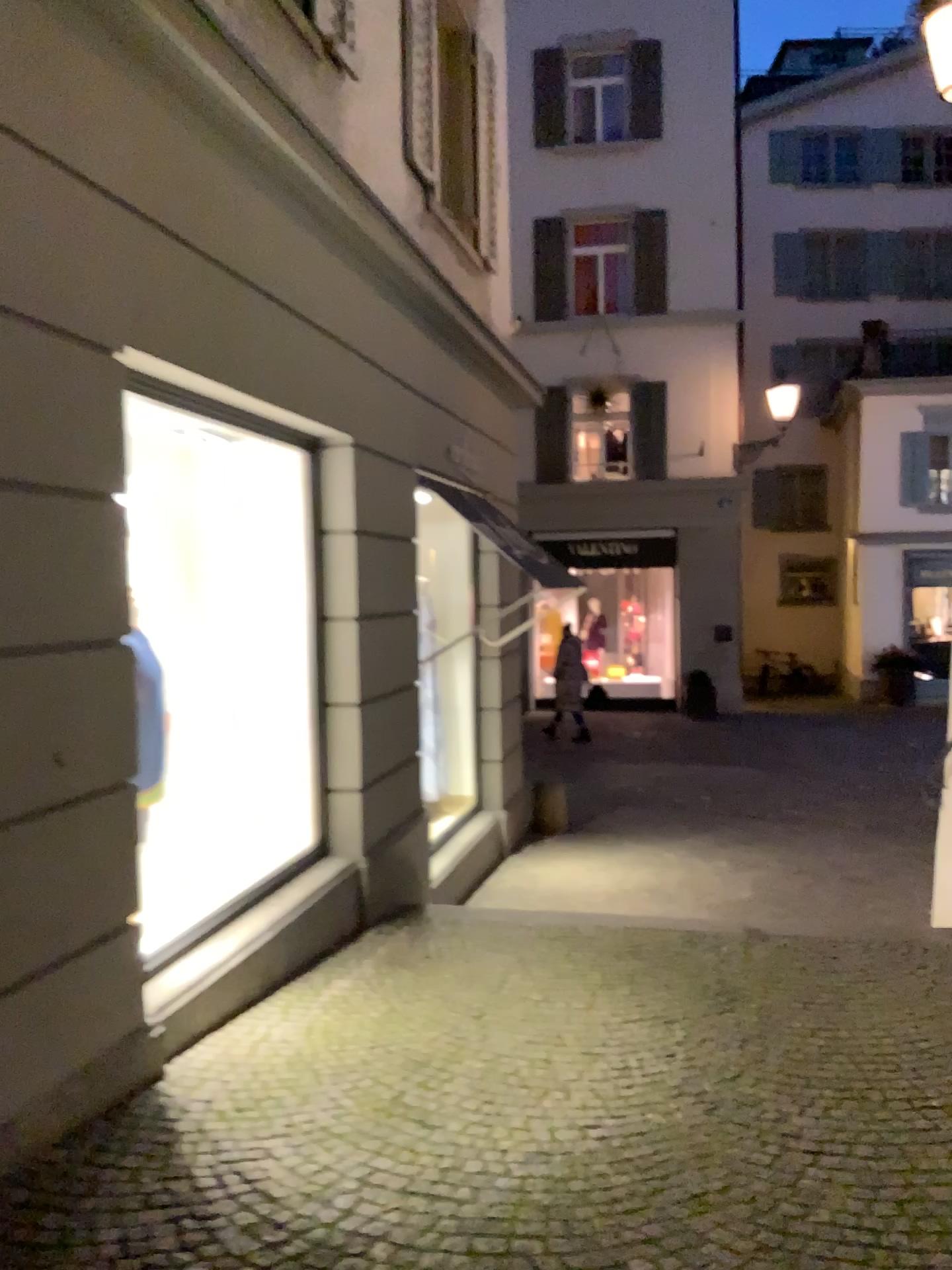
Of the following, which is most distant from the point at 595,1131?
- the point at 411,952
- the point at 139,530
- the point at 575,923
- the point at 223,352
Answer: the point at 139,530

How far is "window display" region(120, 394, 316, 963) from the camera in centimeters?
477cm

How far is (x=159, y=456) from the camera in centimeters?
477cm
